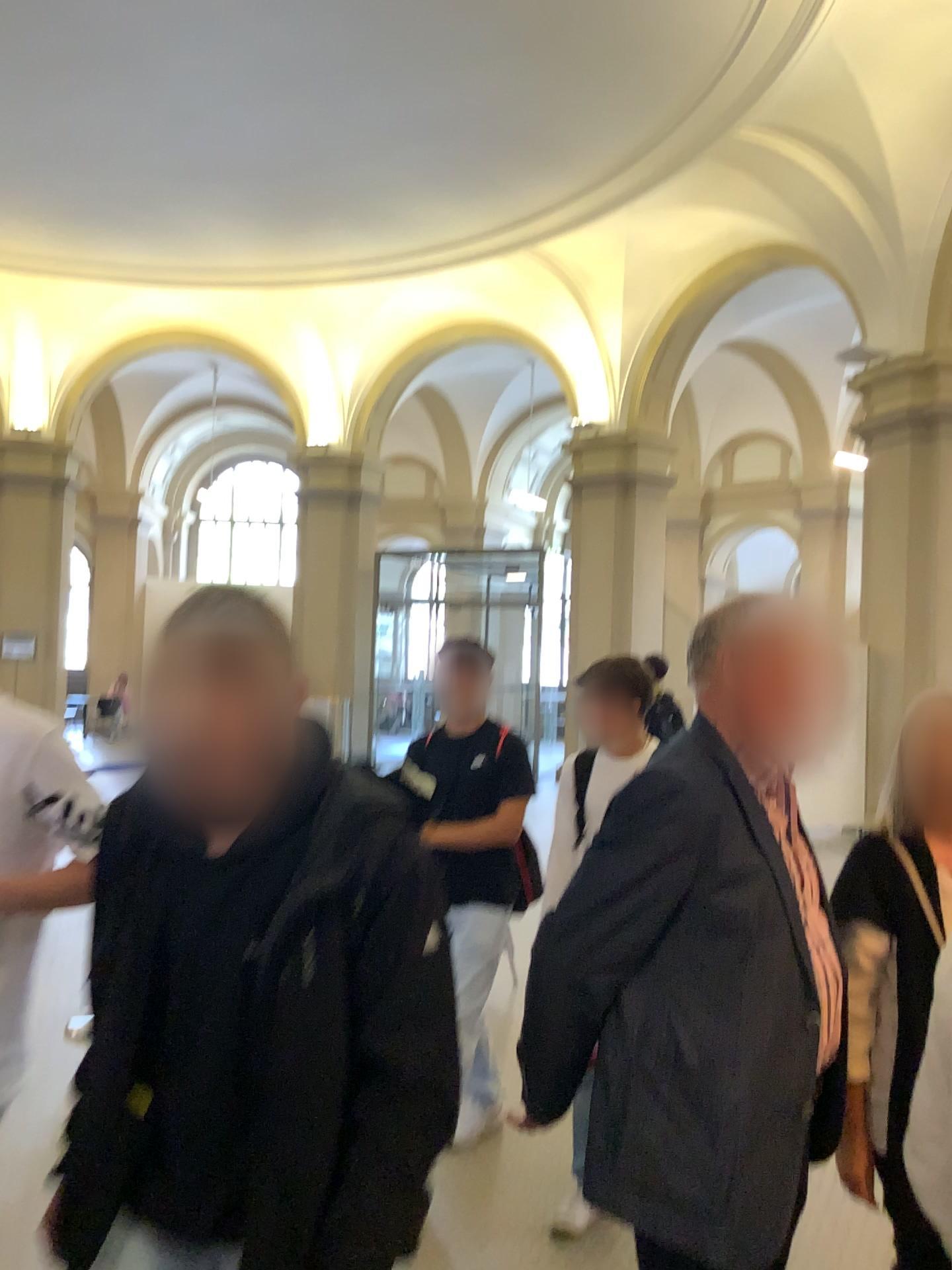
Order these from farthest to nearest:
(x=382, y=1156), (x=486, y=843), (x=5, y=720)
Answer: (x=486, y=843), (x=5, y=720), (x=382, y=1156)

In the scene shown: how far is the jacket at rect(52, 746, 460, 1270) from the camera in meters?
1.3 m

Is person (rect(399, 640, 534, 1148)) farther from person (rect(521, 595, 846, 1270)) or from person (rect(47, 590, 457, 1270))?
person (rect(47, 590, 457, 1270))

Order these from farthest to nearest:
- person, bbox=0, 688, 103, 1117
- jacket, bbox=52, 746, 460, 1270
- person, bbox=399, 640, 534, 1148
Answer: person, bbox=399, 640, 534, 1148 → person, bbox=0, 688, 103, 1117 → jacket, bbox=52, 746, 460, 1270

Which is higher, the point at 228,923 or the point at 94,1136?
the point at 228,923

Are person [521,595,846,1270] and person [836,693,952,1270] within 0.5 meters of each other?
yes

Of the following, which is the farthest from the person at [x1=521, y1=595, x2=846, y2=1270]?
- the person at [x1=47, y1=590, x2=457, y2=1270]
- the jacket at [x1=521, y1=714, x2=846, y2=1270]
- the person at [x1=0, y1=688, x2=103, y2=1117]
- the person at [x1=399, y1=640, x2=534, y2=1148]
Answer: the person at [x1=399, y1=640, x2=534, y2=1148]

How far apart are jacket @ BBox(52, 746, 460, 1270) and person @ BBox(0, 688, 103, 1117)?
0.42m

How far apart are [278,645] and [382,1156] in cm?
64

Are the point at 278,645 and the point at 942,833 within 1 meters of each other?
no
